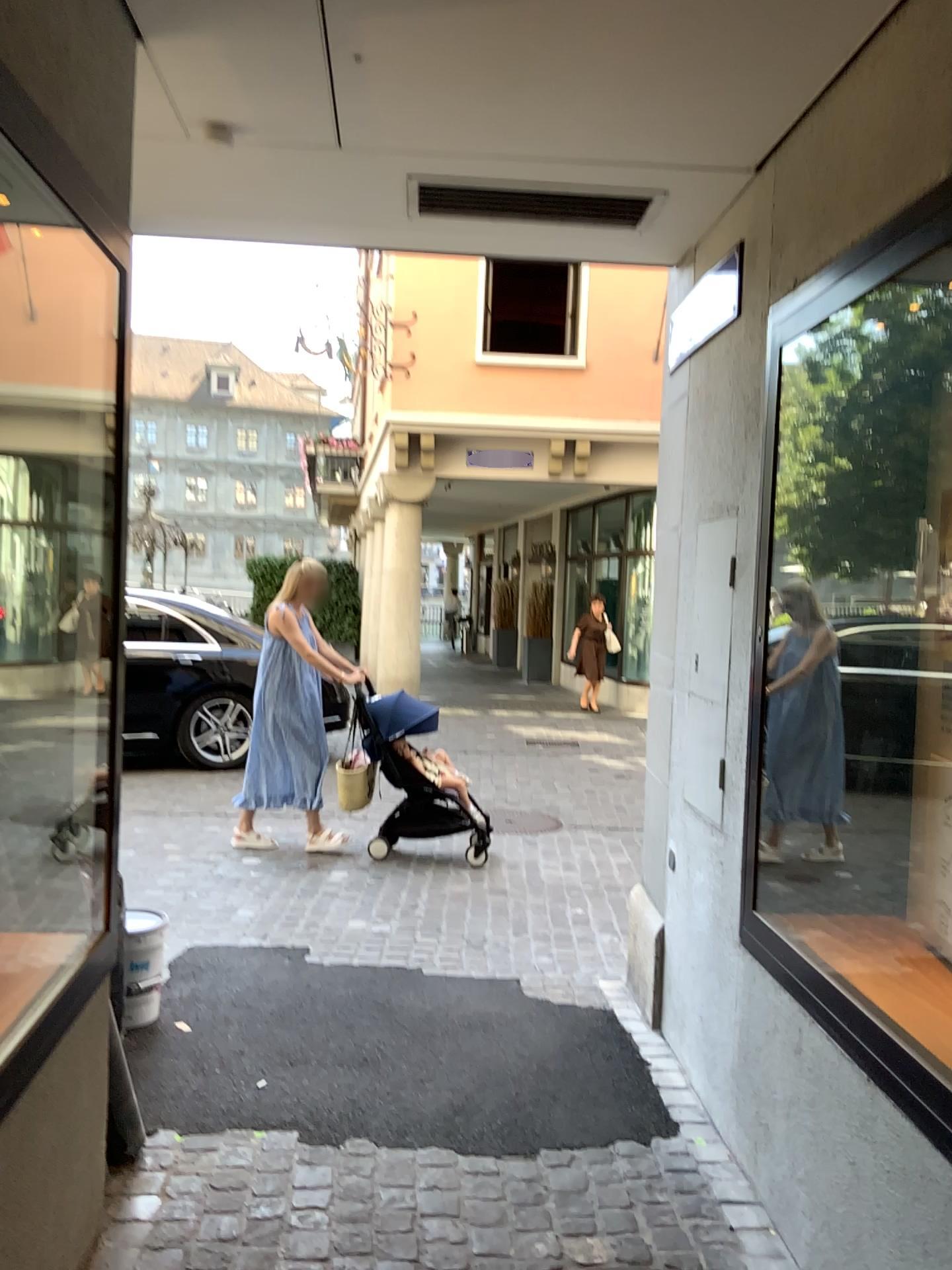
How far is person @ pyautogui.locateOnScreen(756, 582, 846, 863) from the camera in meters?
2.7 m

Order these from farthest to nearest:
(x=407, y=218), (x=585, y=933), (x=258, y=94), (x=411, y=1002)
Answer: (x=585, y=933), (x=411, y=1002), (x=407, y=218), (x=258, y=94)

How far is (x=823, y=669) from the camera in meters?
2.7 m
